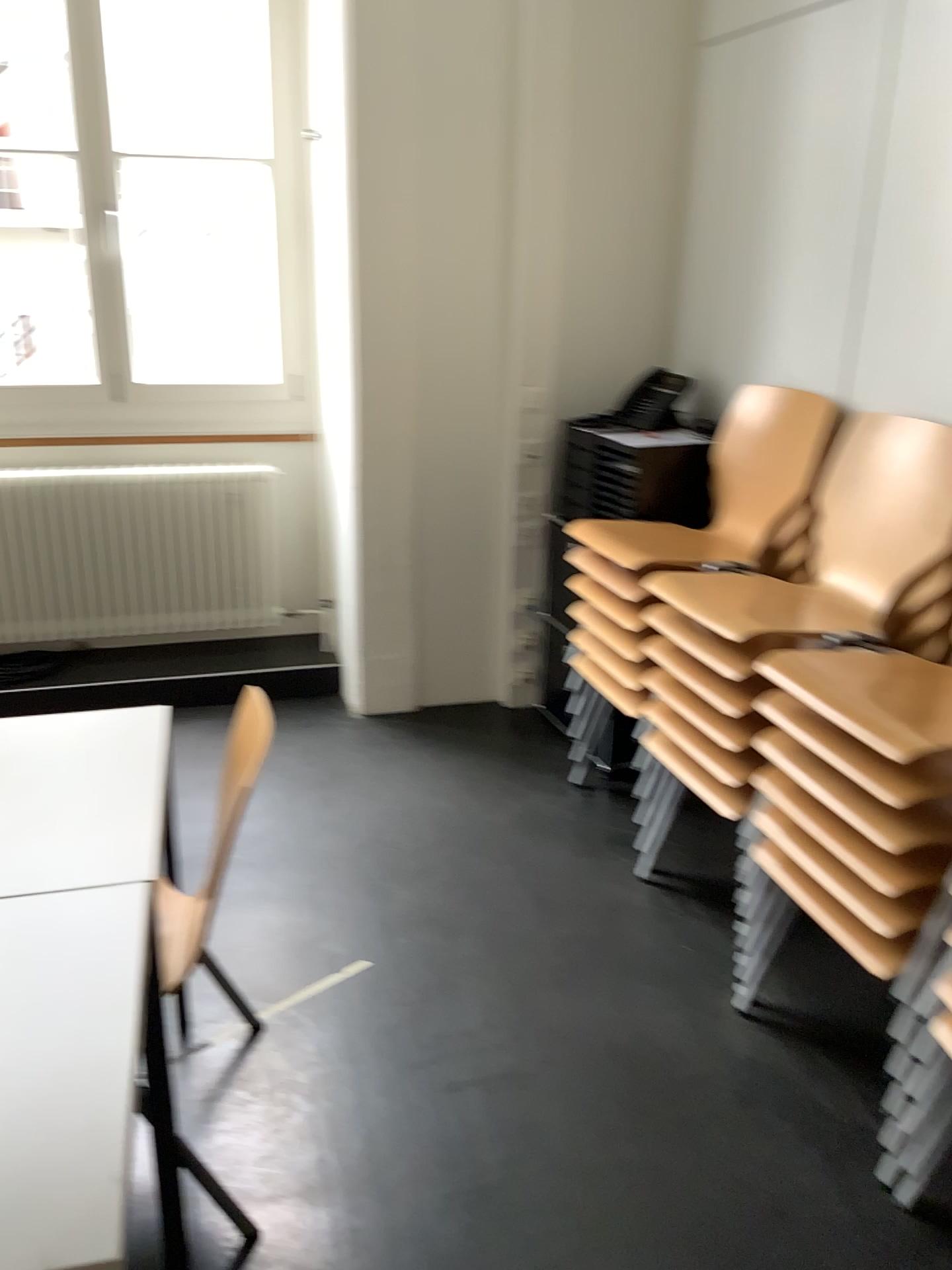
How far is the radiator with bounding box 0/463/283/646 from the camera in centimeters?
362cm

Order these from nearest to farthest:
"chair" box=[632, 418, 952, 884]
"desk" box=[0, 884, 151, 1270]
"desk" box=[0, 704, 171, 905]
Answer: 1. "desk" box=[0, 884, 151, 1270]
2. "desk" box=[0, 704, 171, 905]
3. "chair" box=[632, 418, 952, 884]

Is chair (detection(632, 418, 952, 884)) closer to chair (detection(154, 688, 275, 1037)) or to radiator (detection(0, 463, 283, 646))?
chair (detection(154, 688, 275, 1037))

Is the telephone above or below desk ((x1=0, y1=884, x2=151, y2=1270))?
above

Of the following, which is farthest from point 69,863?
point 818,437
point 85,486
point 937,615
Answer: point 85,486

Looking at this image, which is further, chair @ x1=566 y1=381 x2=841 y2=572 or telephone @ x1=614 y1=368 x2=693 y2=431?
telephone @ x1=614 y1=368 x2=693 y2=431

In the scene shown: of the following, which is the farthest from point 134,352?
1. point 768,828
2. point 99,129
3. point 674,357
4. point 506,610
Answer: point 768,828

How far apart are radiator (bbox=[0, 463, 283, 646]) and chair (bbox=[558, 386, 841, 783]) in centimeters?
136cm

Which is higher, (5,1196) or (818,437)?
(818,437)

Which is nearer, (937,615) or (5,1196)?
(5,1196)
